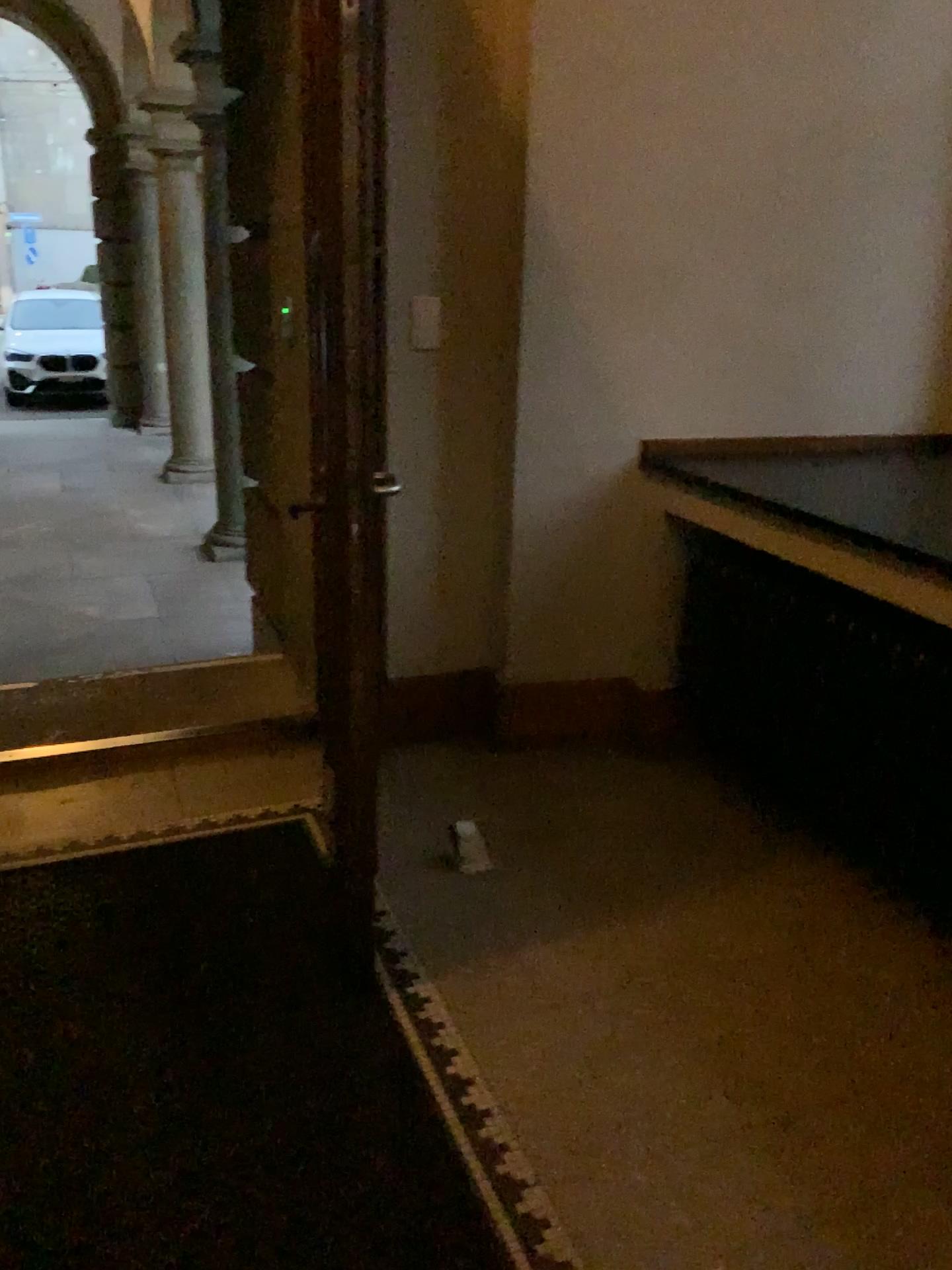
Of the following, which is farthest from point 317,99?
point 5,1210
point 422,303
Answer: point 5,1210

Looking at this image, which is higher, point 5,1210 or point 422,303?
point 422,303

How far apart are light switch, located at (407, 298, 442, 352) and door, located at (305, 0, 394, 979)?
0.95m

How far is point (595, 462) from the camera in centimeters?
304cm

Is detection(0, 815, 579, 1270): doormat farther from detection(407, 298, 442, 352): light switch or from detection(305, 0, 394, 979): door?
detection(407, 298, 442, 352): light switch

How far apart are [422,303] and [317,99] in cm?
121

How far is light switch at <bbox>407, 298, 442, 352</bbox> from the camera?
2.9m

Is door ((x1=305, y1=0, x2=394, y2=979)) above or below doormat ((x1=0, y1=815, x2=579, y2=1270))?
above

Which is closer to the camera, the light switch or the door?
the door

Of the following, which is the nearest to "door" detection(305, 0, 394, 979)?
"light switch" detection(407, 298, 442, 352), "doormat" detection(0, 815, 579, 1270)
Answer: "doormat" detection(0, 815, 579, 1270)
